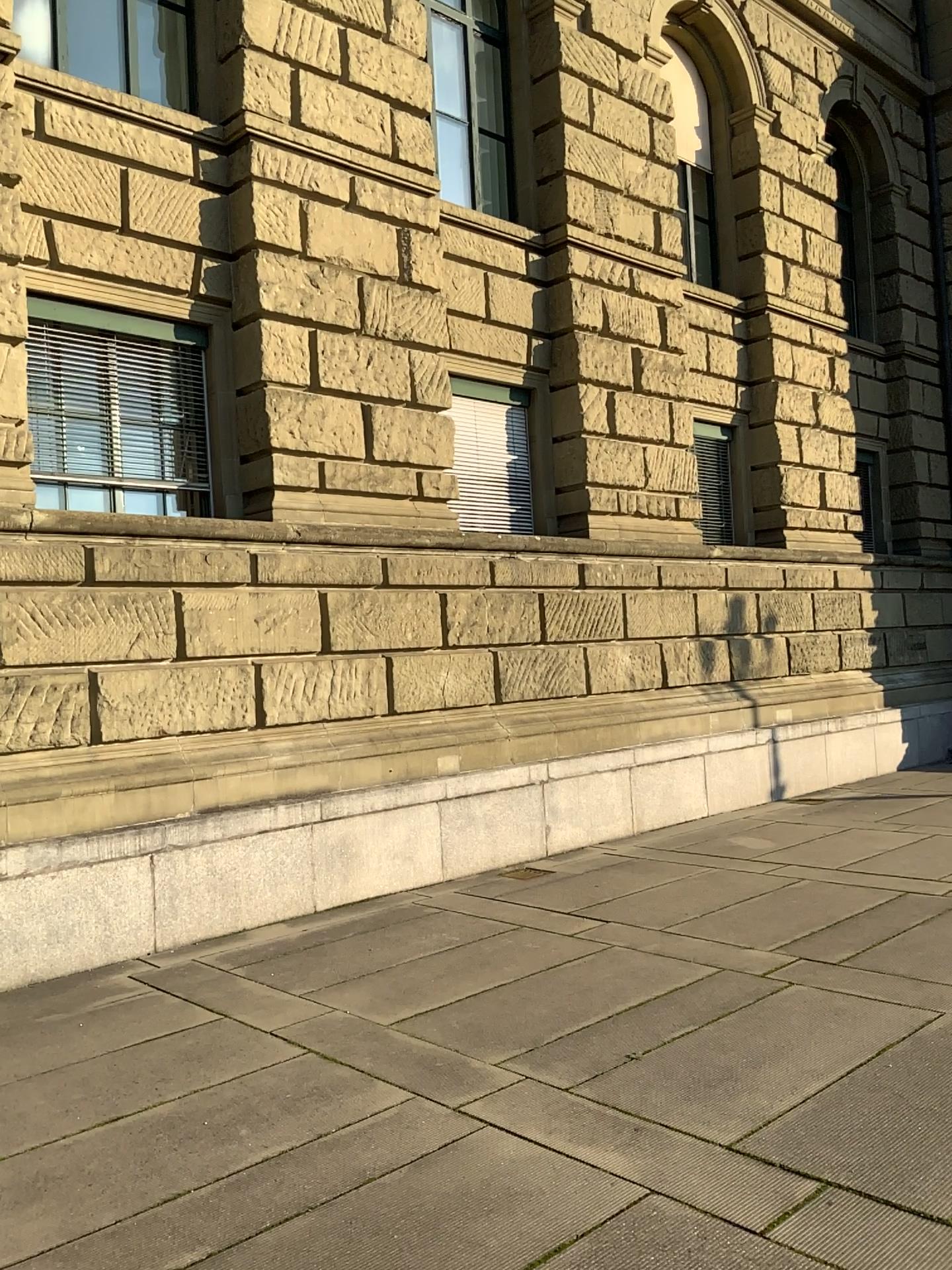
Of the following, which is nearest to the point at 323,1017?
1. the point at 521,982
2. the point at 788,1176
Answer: the point at 521,982
